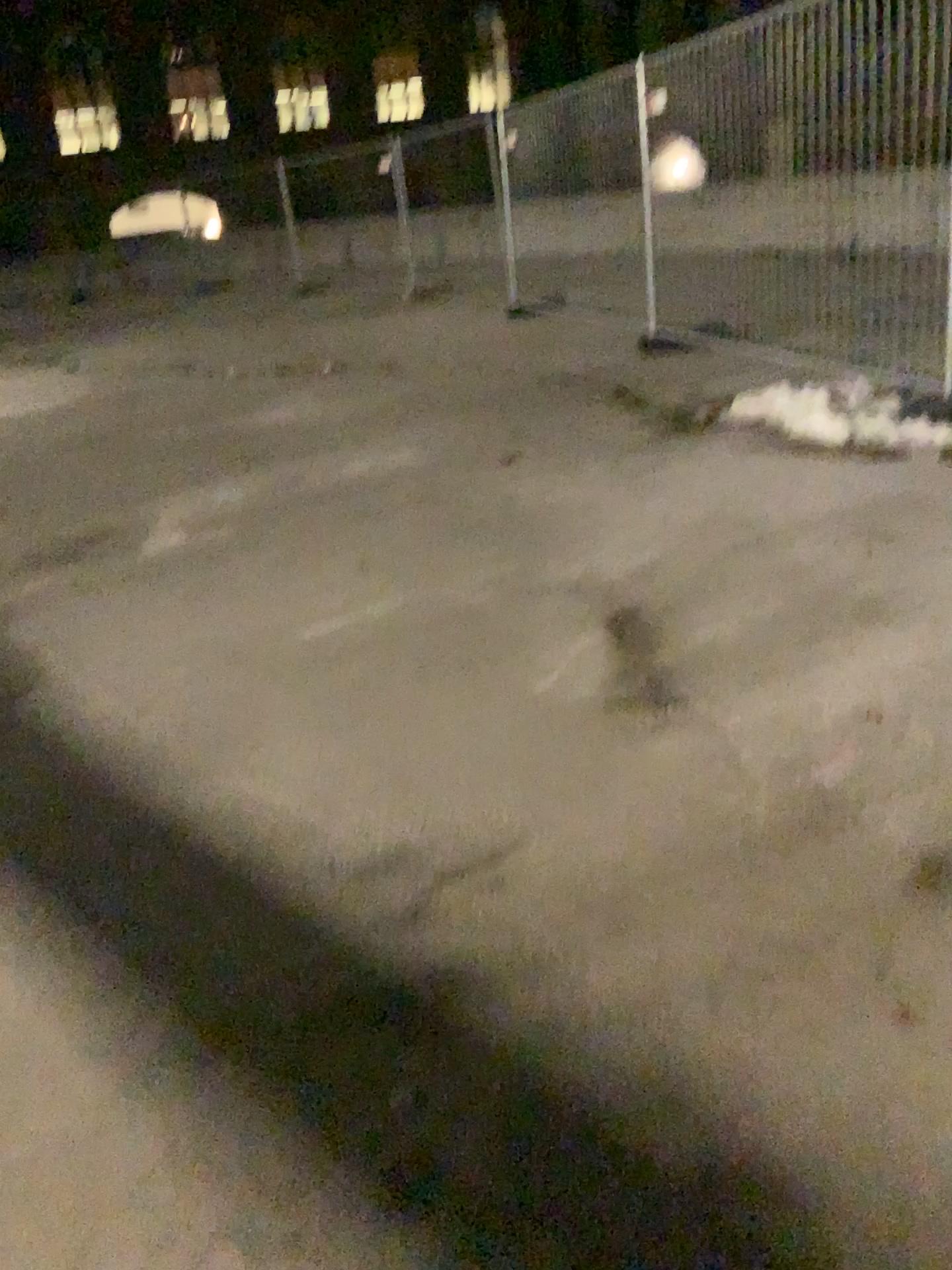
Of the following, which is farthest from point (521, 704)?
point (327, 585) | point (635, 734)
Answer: point (327, 585)
